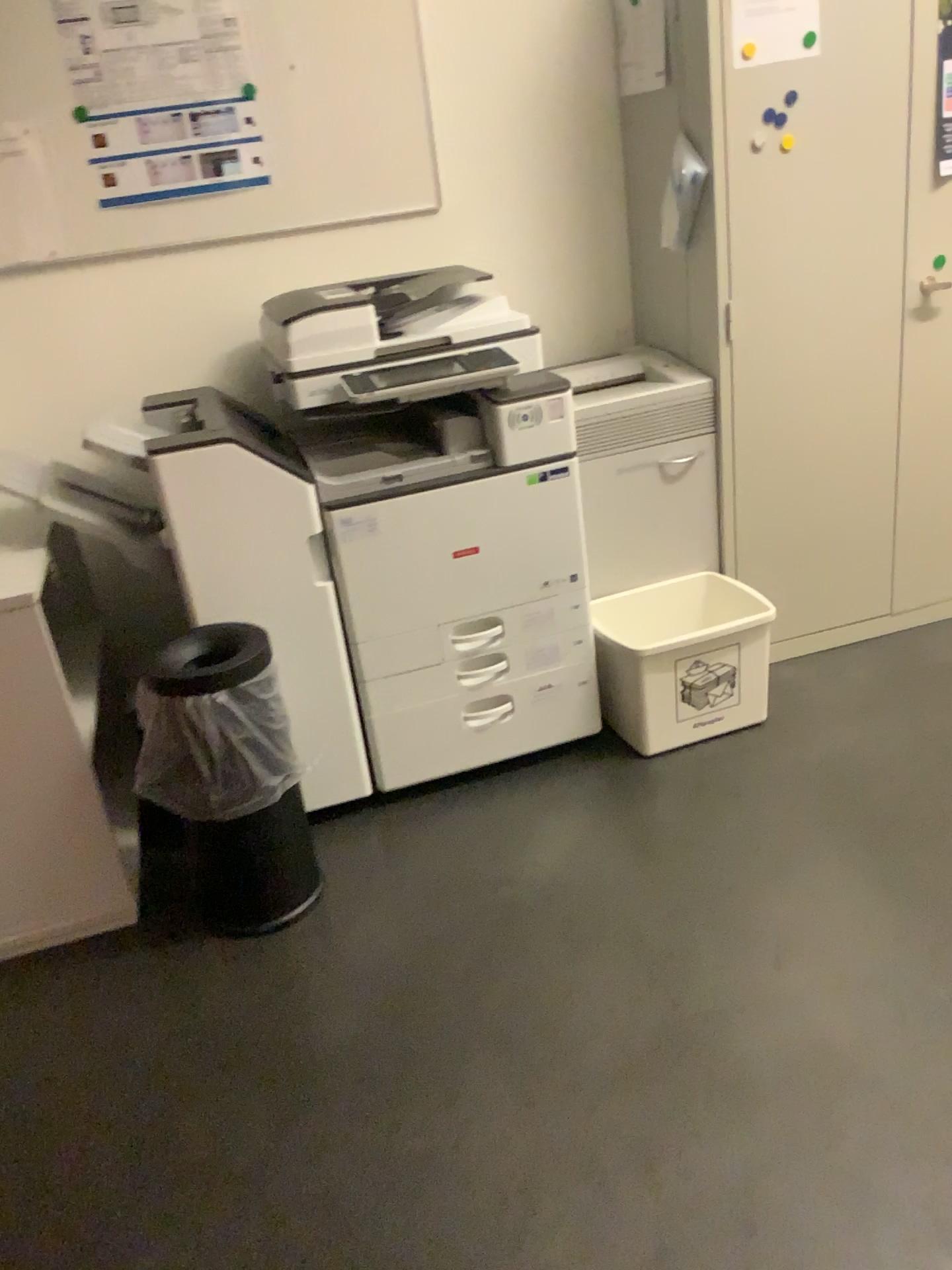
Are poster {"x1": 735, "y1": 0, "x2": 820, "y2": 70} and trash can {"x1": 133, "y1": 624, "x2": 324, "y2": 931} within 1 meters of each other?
no

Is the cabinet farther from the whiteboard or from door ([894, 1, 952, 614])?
the whiteboard

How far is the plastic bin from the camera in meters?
2.5 m

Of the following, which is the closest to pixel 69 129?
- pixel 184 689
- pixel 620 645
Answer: pixel 184 689

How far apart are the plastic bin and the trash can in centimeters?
80cm

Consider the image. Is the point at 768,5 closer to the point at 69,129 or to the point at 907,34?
the point at 907,34

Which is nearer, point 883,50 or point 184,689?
point 184,689

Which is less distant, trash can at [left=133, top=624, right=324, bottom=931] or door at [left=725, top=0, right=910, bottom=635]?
trash can at [left=133, top=624, right=324, bottom=931]

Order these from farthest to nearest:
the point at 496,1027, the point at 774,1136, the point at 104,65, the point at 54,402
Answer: the point at 54,402, the point at 104,65, the point at 496,1027, the point at 774,1136

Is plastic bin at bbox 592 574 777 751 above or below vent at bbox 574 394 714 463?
below
